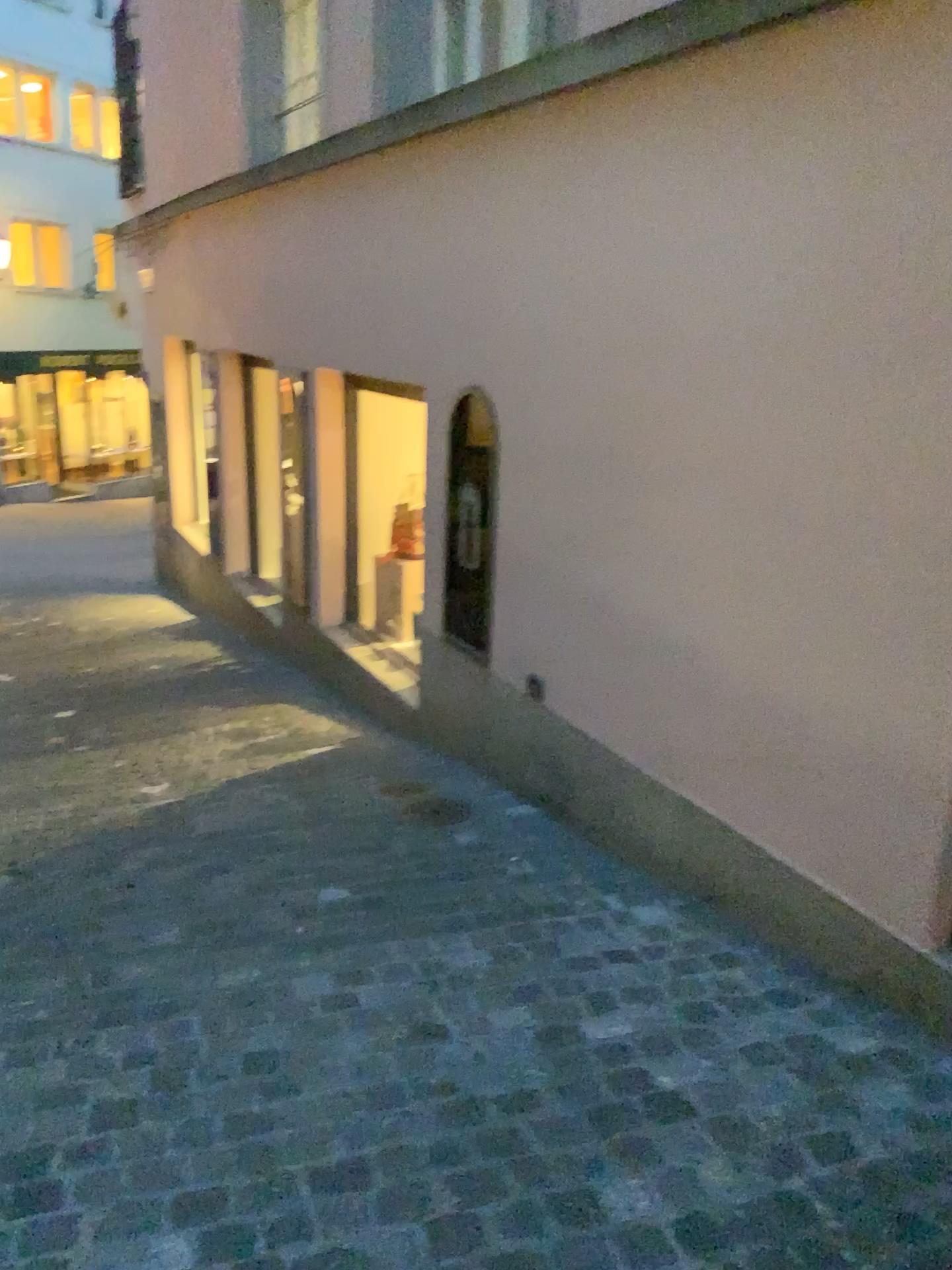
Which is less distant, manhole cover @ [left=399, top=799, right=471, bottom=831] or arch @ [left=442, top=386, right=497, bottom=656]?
manhole cover @ [left=399, top=799, right=471, bottom=831]

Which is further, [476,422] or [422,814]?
[476,422]

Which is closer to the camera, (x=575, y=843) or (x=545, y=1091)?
(x=545, y=1091)

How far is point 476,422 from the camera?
4.2m

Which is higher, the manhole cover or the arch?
the arch

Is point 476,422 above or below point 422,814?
above

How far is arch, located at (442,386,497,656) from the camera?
4.2m
